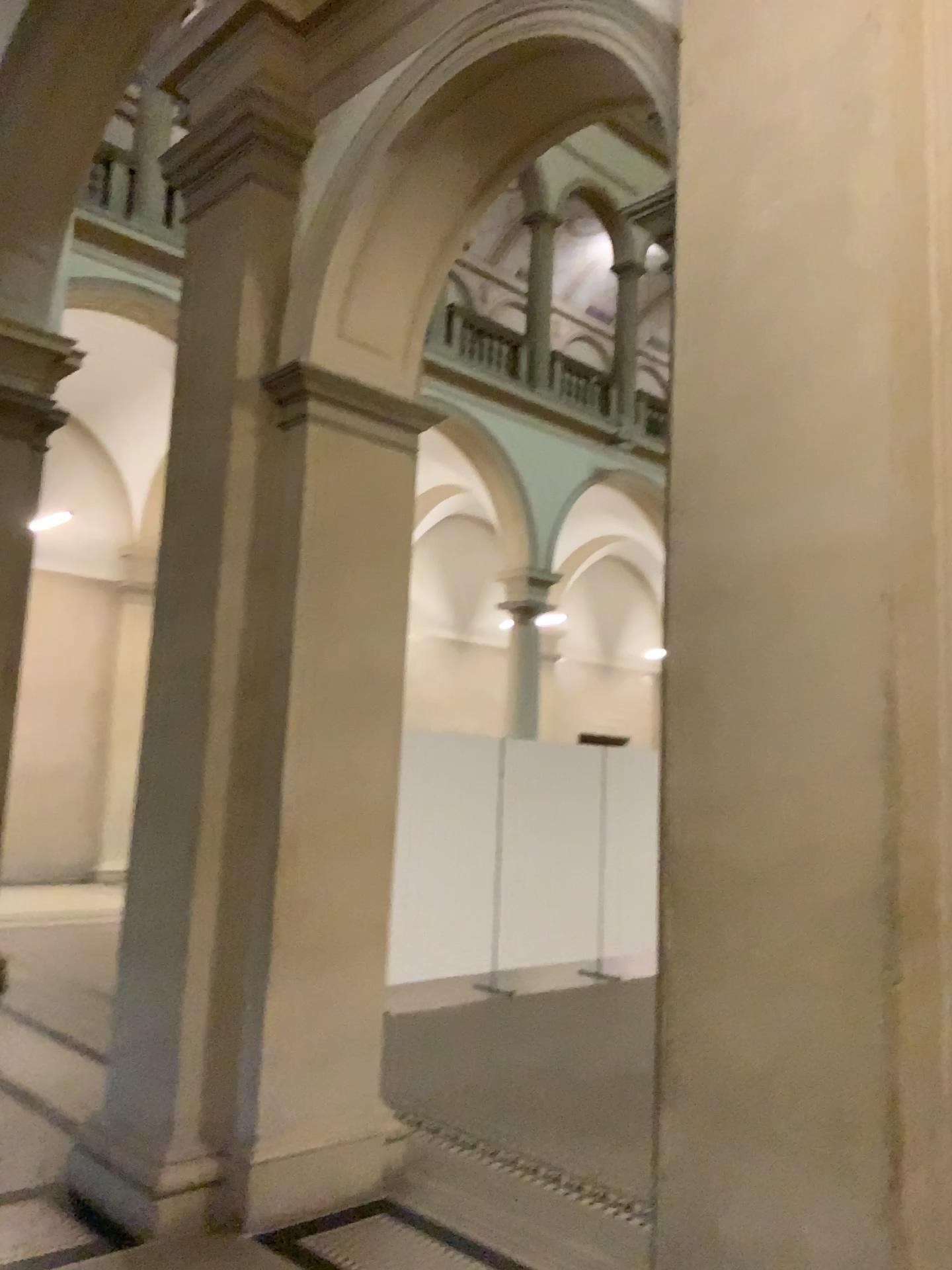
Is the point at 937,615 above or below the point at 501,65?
below

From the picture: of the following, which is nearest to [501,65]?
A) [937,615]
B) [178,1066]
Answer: [937,615]

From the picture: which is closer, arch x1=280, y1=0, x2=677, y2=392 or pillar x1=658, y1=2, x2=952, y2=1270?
pillar x1=658, y1=2, x2=952, y2=1270

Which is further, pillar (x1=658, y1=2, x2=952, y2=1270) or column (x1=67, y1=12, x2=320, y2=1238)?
column (x1=67, y1=12, x2=320, y2=1238)

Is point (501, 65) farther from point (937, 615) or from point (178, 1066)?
point (178, 1066)

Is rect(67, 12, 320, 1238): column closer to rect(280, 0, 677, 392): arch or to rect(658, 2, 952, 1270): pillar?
rect(280, 0, 677, 392): arch

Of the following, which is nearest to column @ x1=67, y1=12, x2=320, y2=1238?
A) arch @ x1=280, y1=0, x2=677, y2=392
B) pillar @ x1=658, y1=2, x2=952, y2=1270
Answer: arch @ x1=280, y1=0, x2=677, y2=392

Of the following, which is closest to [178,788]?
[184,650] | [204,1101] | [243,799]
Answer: [243,799]
